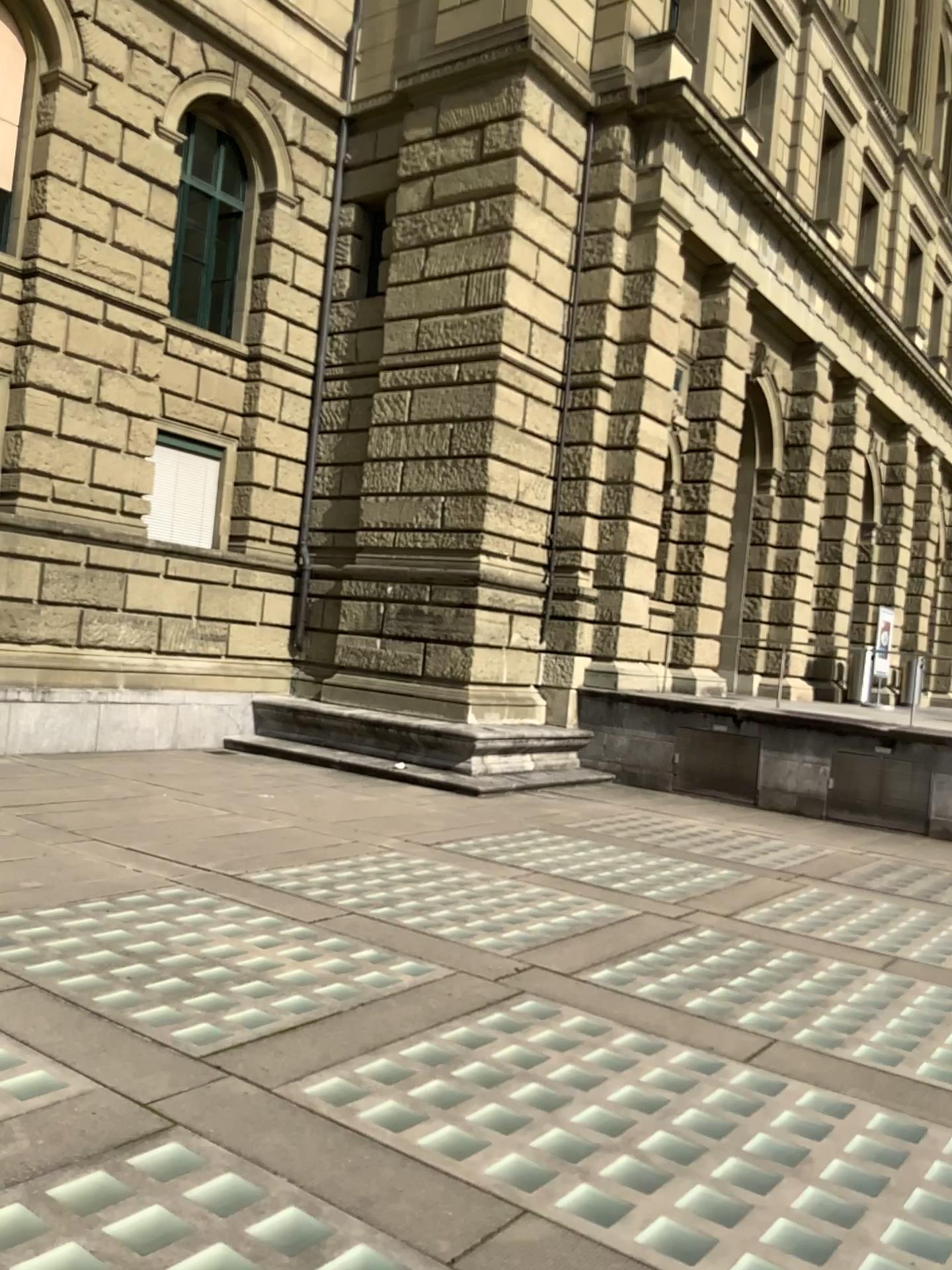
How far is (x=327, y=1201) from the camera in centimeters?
311cm
